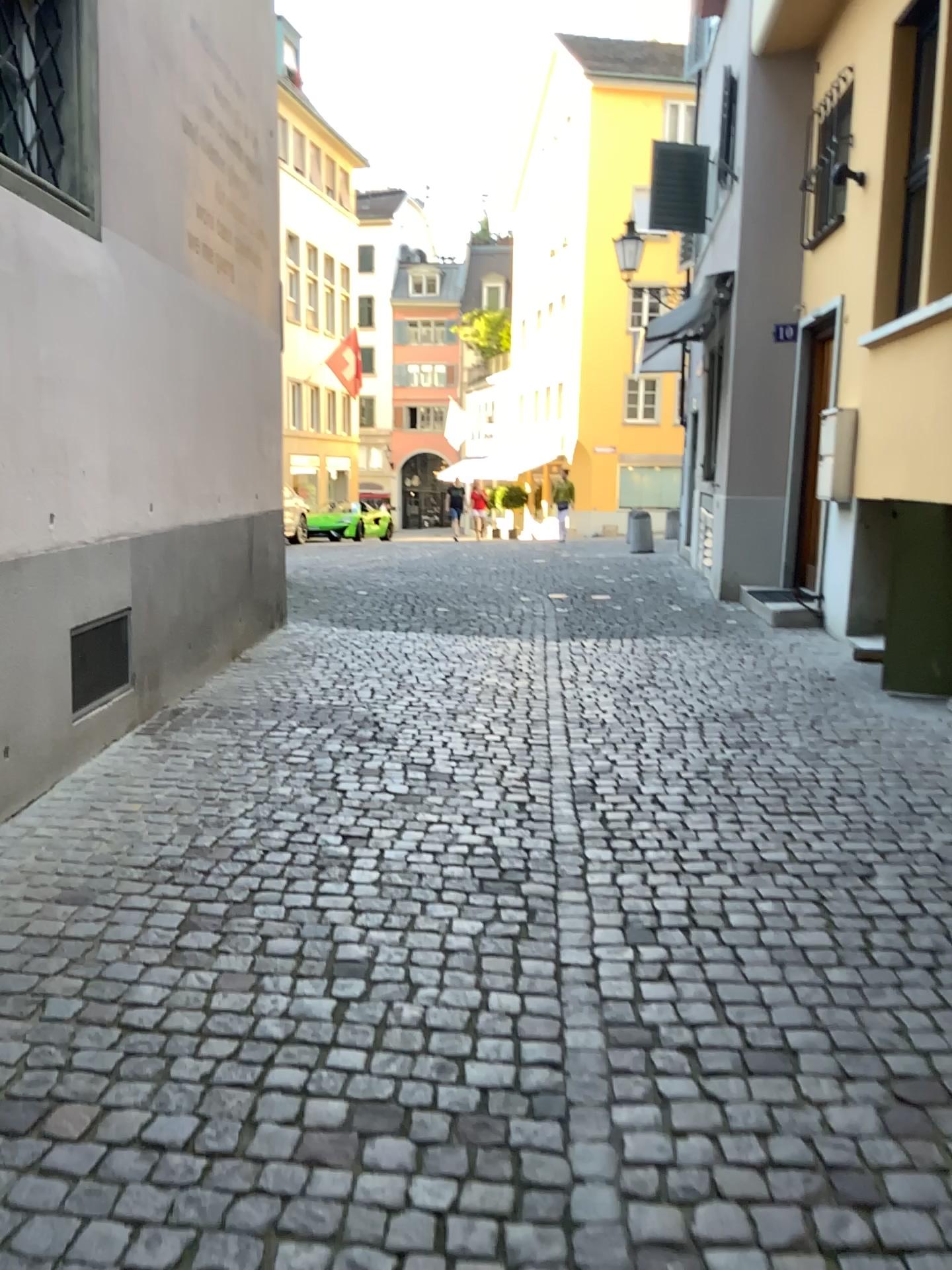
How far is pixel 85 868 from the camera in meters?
3.2 m
